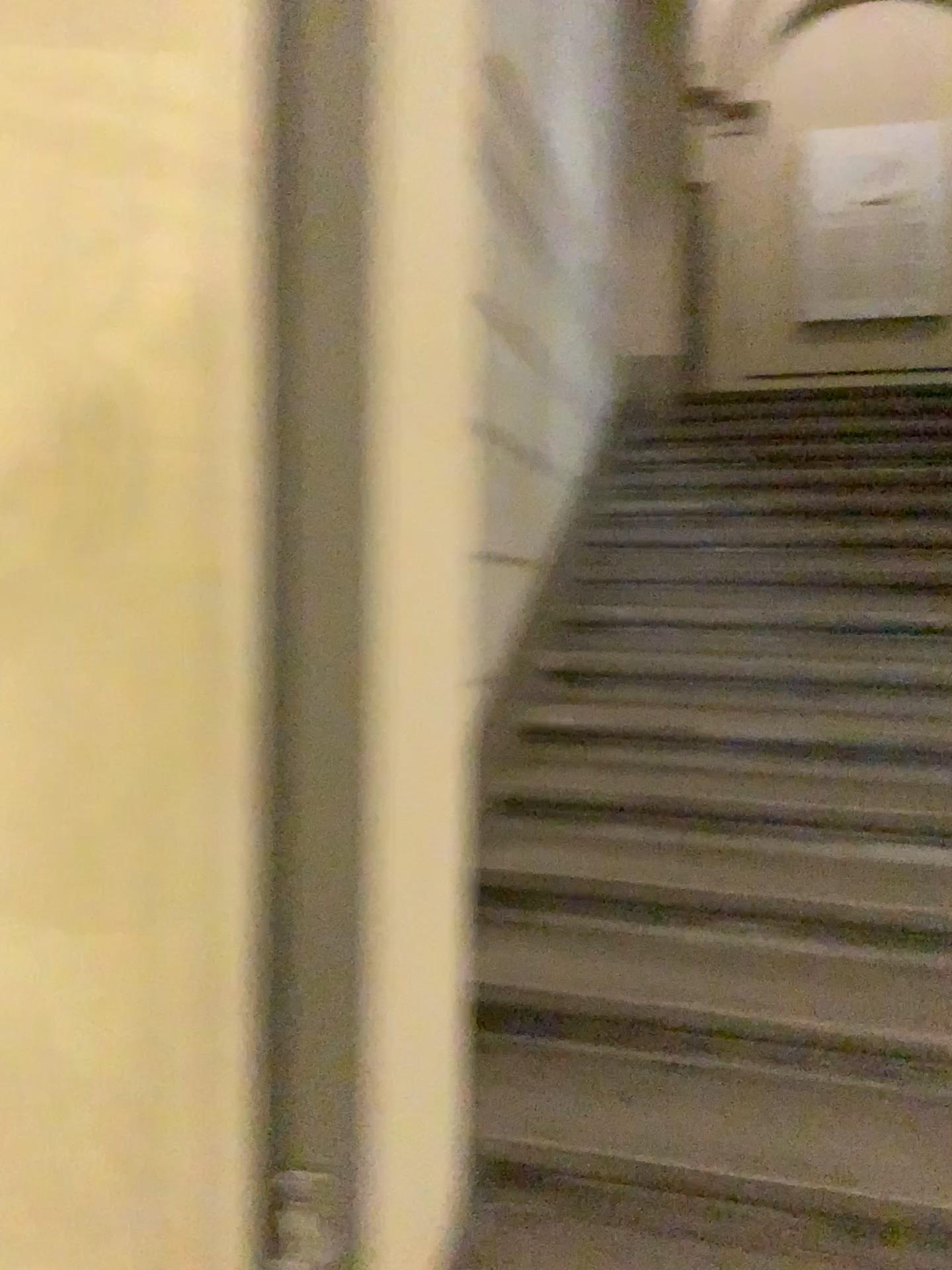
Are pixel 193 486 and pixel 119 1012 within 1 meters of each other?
yes
